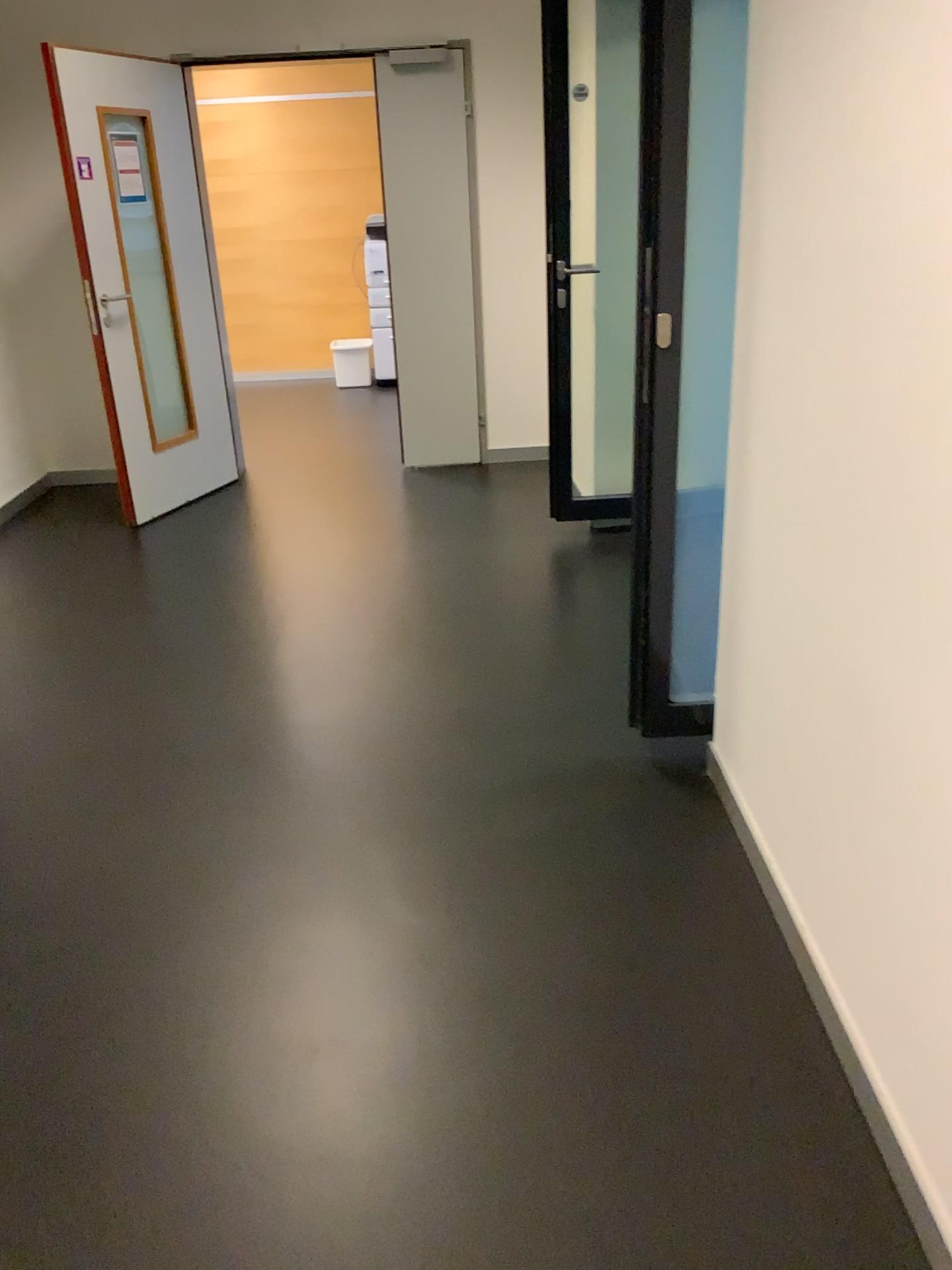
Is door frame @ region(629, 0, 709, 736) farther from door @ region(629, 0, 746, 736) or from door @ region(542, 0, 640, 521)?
door @ region(542, 0, 640, 521)

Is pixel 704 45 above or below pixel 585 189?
above

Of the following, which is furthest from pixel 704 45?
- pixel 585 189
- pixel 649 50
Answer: pixel 585 189

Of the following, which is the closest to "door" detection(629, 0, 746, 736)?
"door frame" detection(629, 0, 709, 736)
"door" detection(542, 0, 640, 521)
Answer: "door frame" detection(629, 0, 709, 736)

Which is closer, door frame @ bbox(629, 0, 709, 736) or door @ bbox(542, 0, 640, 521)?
door frame @ bbox(629, 0, 709, 736)

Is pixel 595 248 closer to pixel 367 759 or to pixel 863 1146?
pixel 367 759

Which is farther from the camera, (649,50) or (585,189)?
(585,189)

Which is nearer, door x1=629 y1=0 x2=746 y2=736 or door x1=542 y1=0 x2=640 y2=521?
door x1=629 y1=0 x2=746 y2=736
